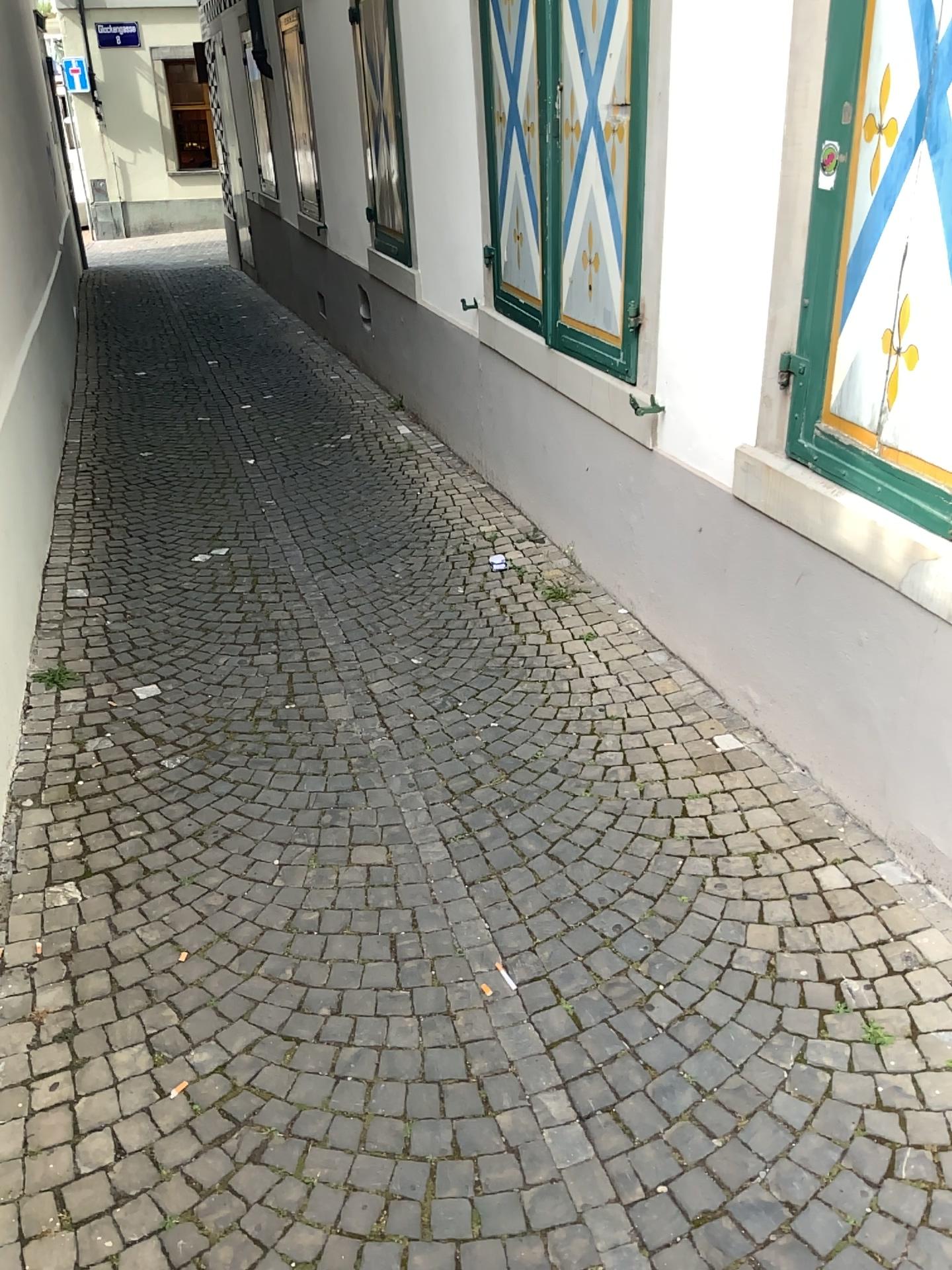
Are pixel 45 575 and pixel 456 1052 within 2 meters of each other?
no
